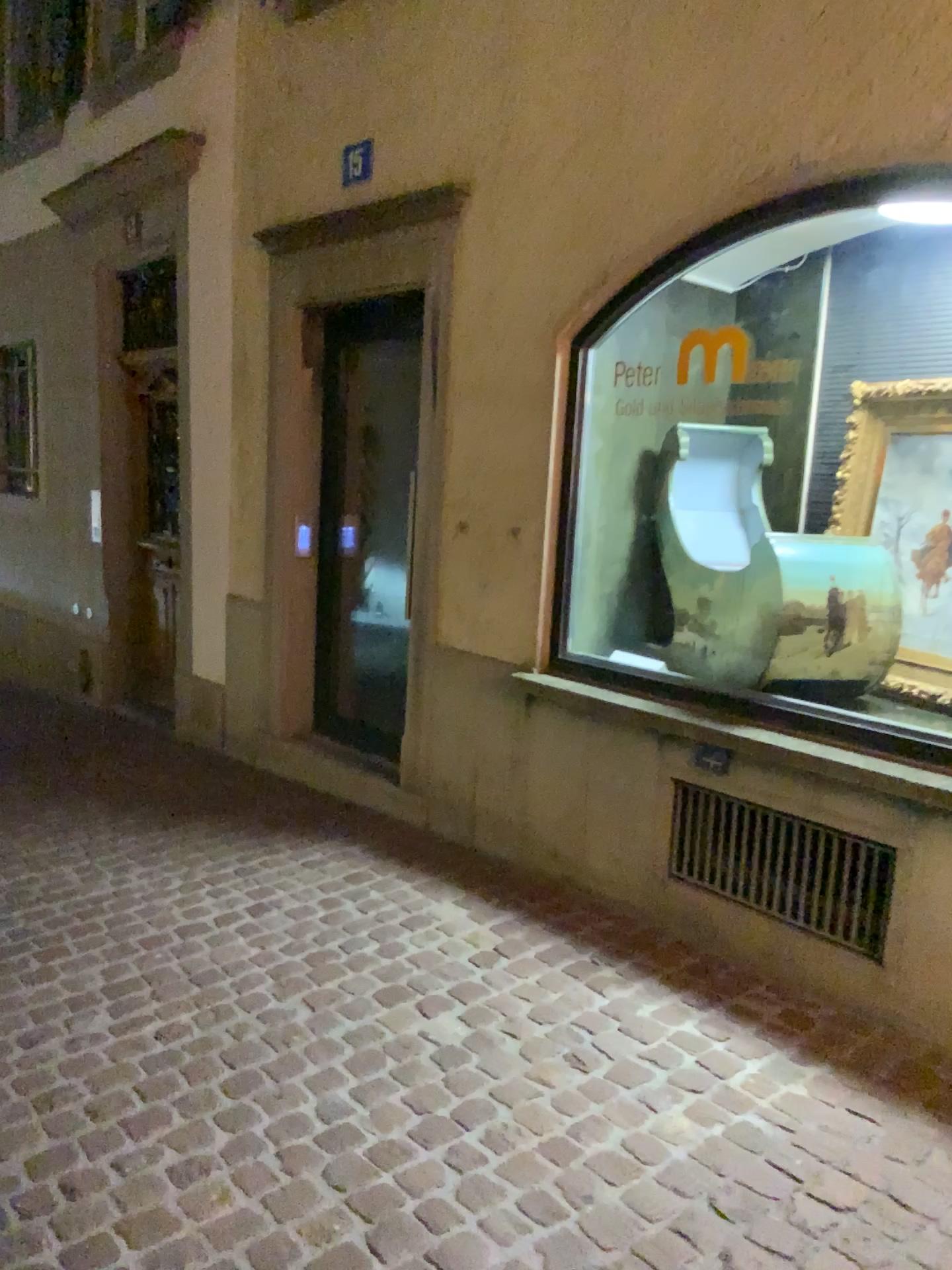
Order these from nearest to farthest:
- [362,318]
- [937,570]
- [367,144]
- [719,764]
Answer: [937,570], [719,764], [367,144], [362,318]

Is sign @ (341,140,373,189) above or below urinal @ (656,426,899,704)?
above

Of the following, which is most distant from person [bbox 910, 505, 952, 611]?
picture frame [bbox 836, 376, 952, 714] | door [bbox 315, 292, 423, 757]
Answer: door [bbox 315, 292, 423, 757]

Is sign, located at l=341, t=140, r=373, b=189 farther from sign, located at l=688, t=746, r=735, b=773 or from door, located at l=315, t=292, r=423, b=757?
sign, located at l=688, t=746, r=735, b=773

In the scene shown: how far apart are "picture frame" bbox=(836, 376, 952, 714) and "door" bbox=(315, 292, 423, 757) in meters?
2.1 m

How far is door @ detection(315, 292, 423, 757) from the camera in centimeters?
478cm

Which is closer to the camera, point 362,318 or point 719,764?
point 719,764

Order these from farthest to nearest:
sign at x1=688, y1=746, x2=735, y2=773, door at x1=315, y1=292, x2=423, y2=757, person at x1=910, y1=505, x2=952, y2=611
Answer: door at x1=315, y1=292, x2=423, y2=757
sign at x1=688, y1=746, x2=735, y2=773
person at x1=910, y1=505, x2=952, y2=611

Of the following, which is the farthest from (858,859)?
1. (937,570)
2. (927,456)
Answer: (927,456)

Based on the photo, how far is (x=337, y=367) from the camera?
4.88m
